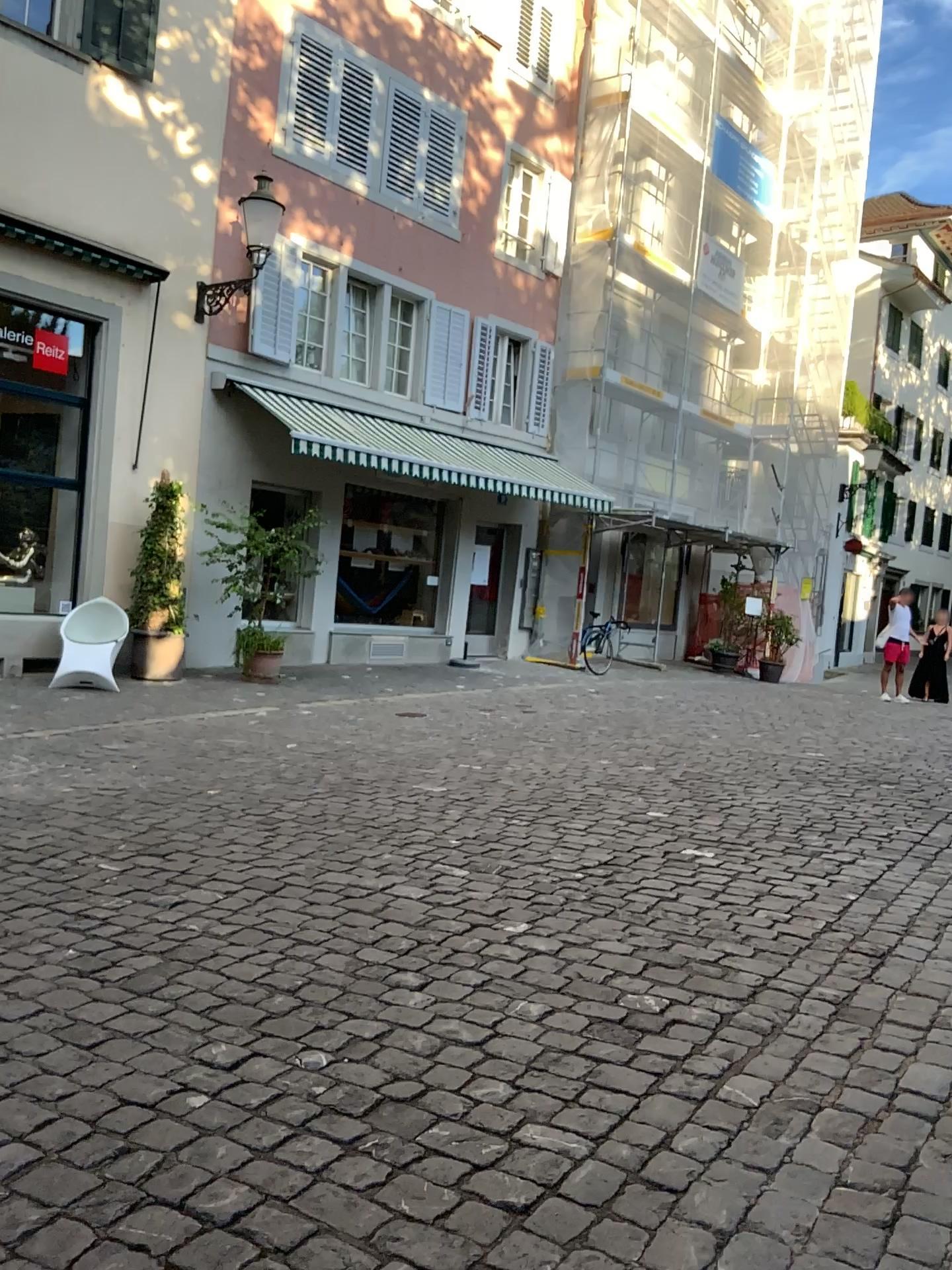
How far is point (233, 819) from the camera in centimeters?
501cm
